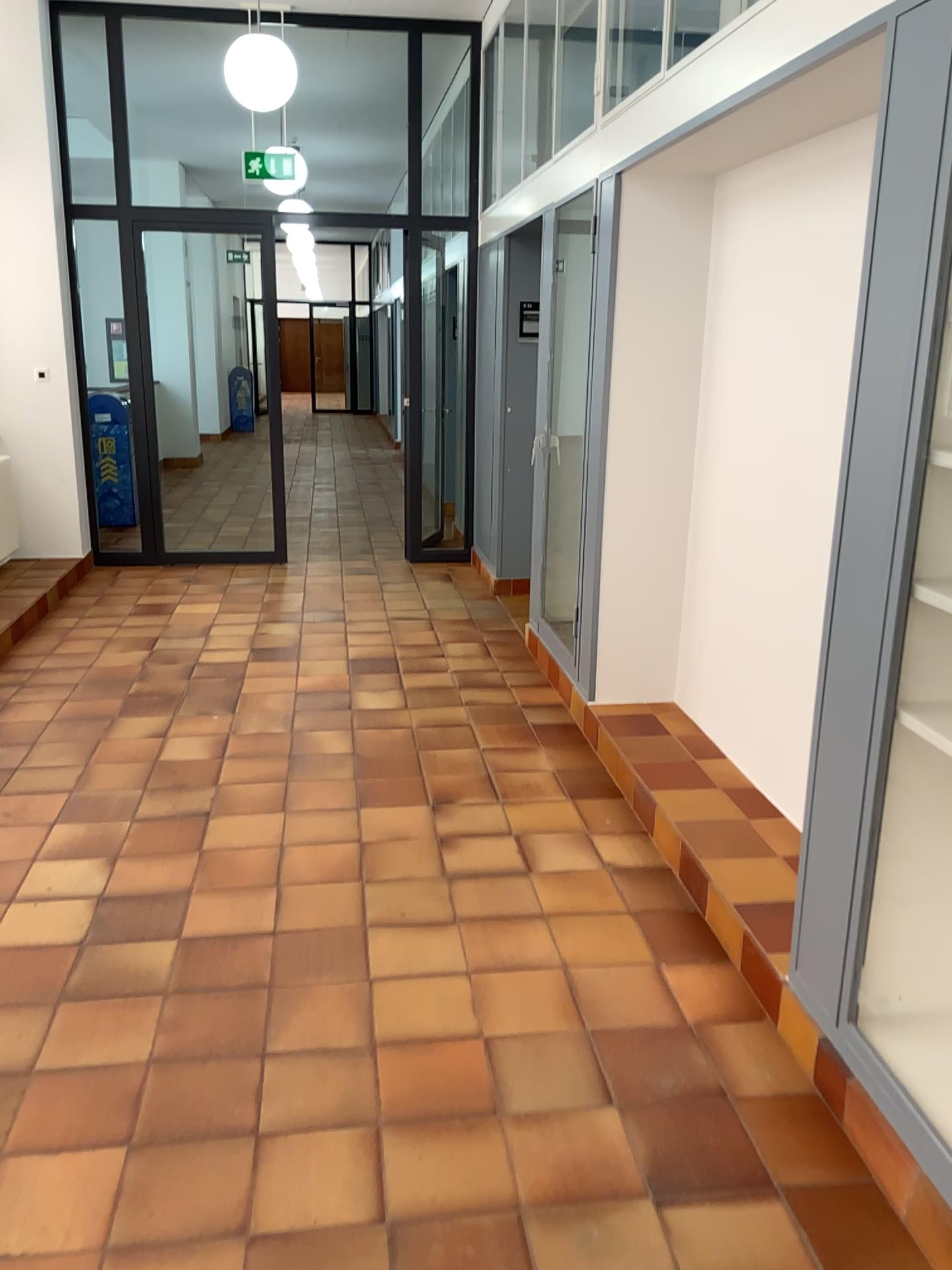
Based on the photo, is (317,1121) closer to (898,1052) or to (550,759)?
(898,1052)

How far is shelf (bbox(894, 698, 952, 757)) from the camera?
2.1m

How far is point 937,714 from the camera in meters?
2.1 m
